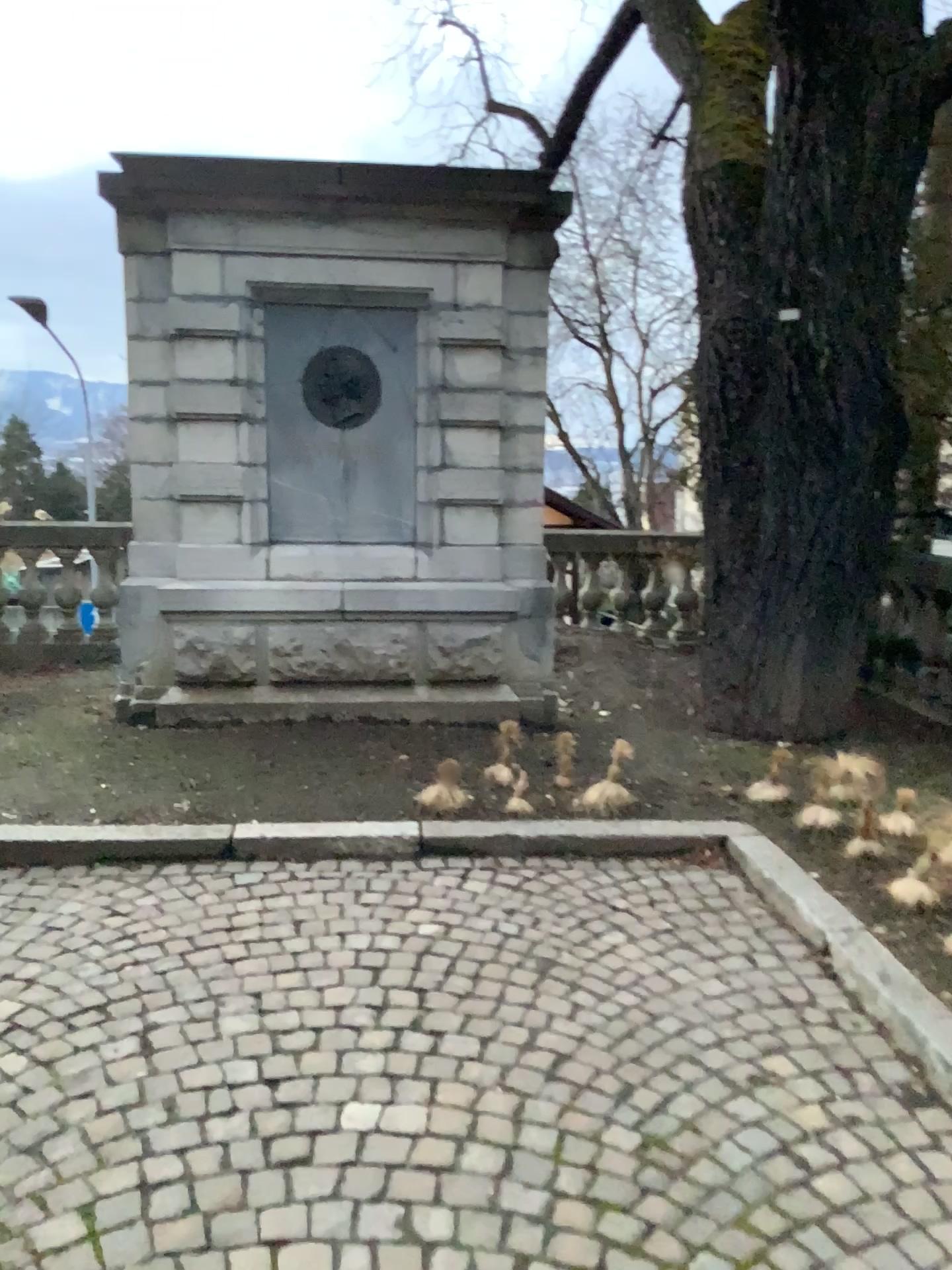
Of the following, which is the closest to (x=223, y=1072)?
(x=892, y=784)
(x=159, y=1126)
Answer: (x=159, y=1126)
